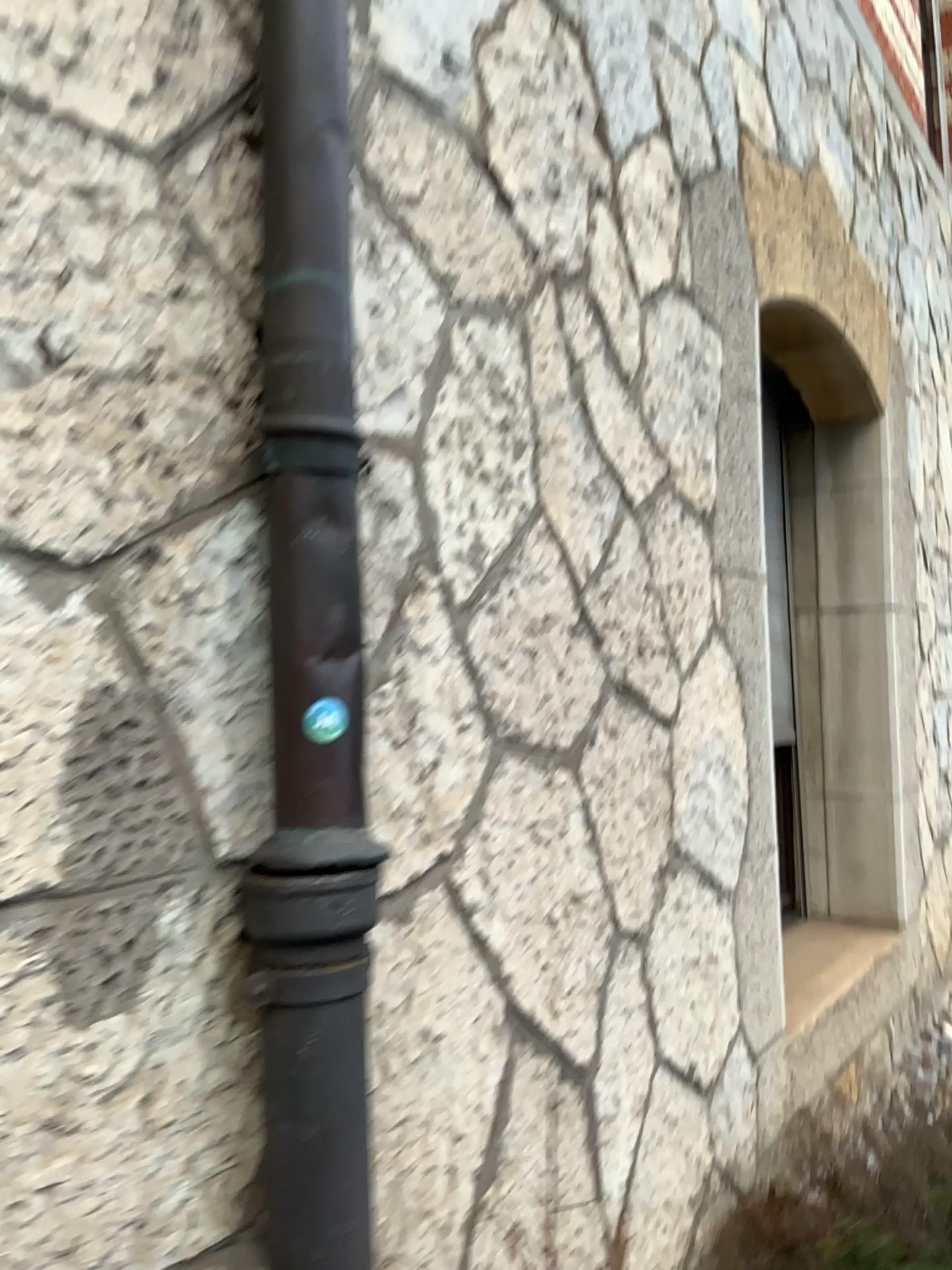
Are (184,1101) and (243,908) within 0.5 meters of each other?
yes

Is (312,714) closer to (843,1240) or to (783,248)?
(843,1240)

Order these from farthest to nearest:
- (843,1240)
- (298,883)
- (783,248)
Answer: (783,248) < (843,1240) < (298,883)

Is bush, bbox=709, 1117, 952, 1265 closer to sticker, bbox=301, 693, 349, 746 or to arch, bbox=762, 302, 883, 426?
sticker, bbox=301, 693, 349, 746

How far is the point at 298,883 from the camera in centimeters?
107cm

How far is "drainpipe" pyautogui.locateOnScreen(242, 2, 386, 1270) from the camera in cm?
107

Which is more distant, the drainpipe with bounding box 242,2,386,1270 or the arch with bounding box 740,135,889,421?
the arch with bounding box 740,135,889,421

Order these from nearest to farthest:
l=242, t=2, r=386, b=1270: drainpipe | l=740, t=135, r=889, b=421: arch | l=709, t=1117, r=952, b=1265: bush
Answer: l=242, t=2, r=386, b=1270: drainpipe
l=709, t=1117, r=952, b=1265: bush
l=740, t=135, r=889, b=421: arch

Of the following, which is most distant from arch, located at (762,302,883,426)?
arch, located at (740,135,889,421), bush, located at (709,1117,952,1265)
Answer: bush, located at (709,1117,952,1265)

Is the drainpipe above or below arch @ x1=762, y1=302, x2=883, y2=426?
below
